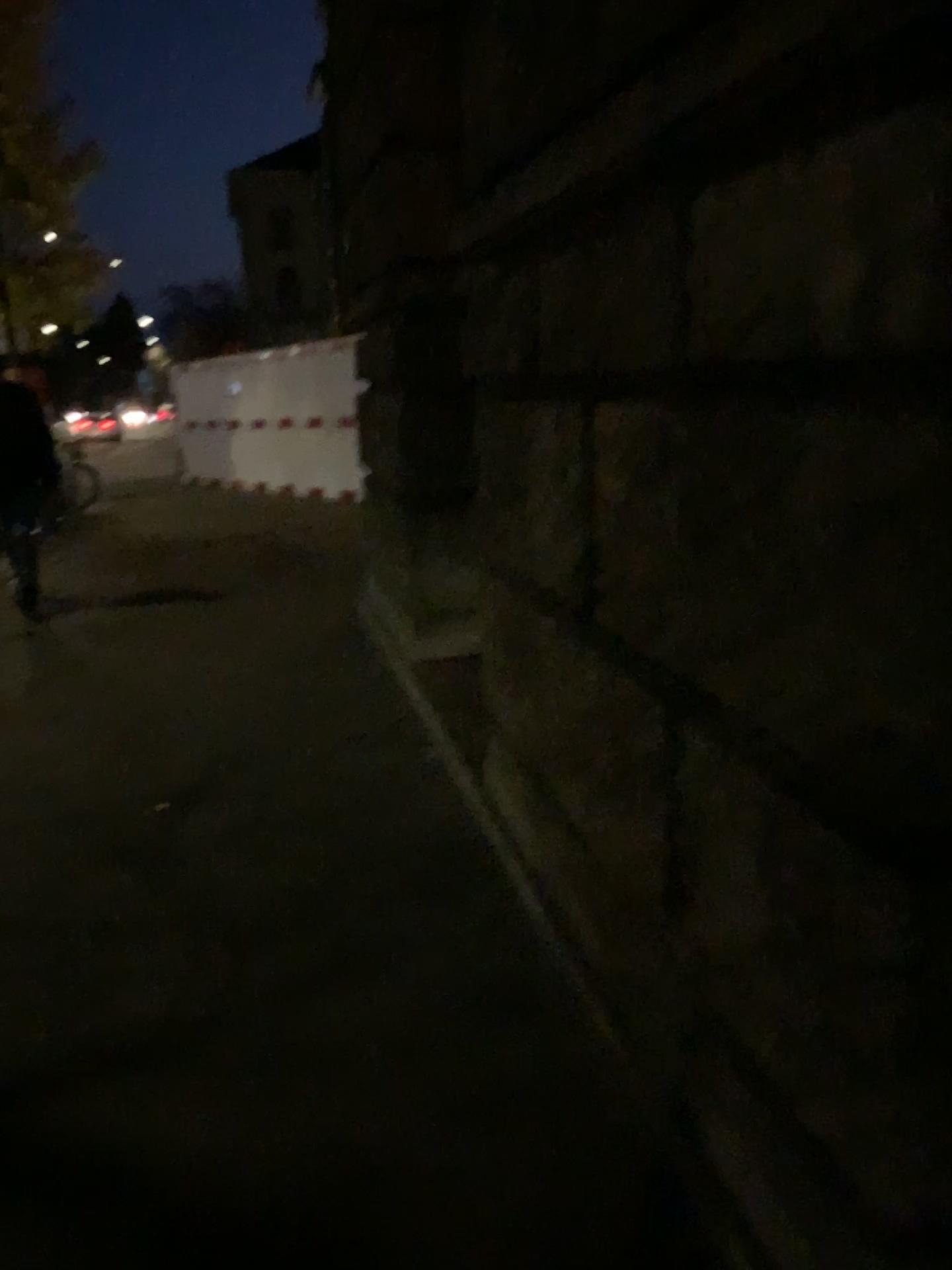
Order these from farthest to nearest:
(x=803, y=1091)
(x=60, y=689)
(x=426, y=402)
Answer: (x=60, y=689) → (x=426, y=402) → (x=803, y=1091)
